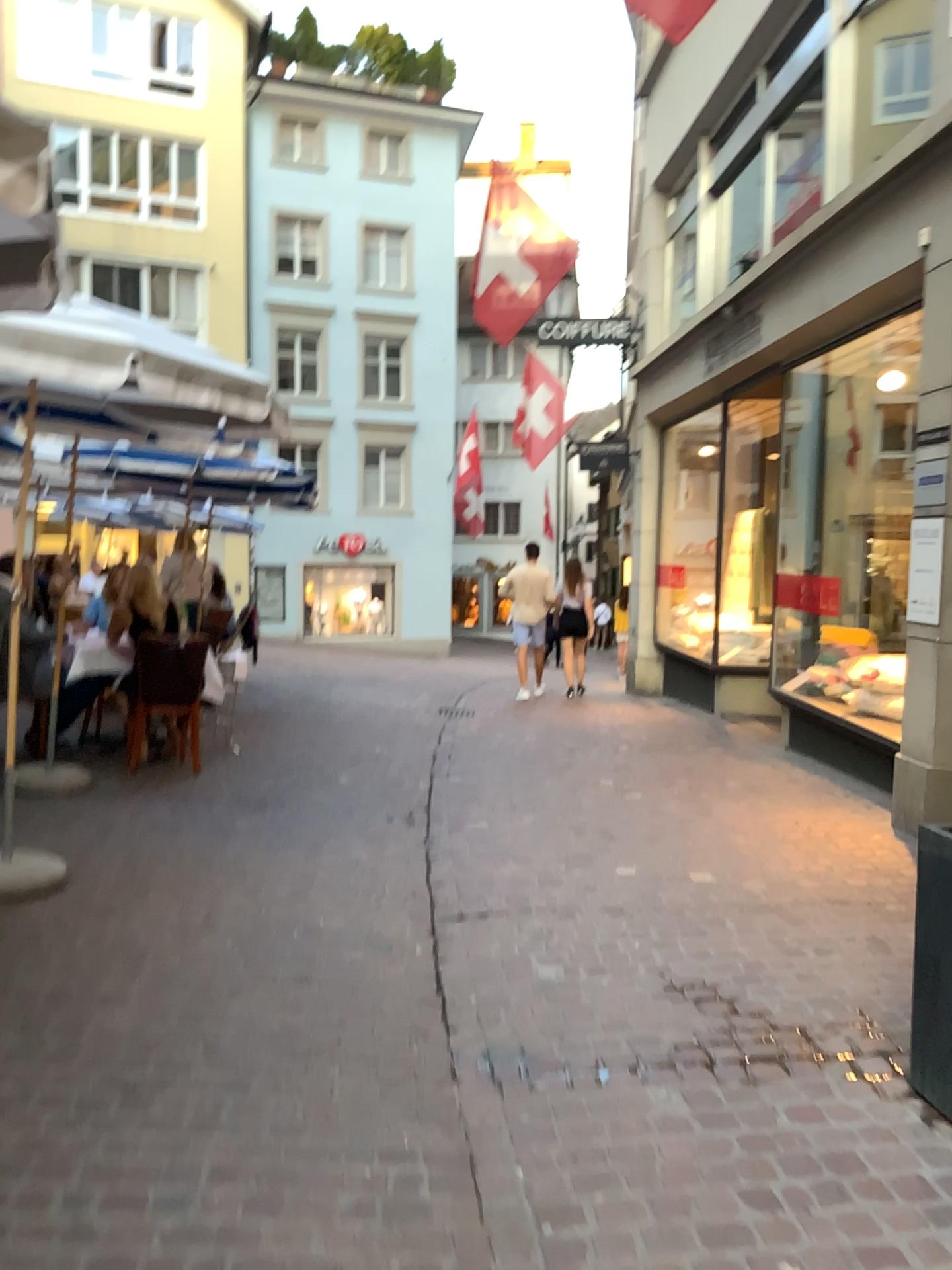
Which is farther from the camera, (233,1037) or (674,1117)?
(233,1037)
